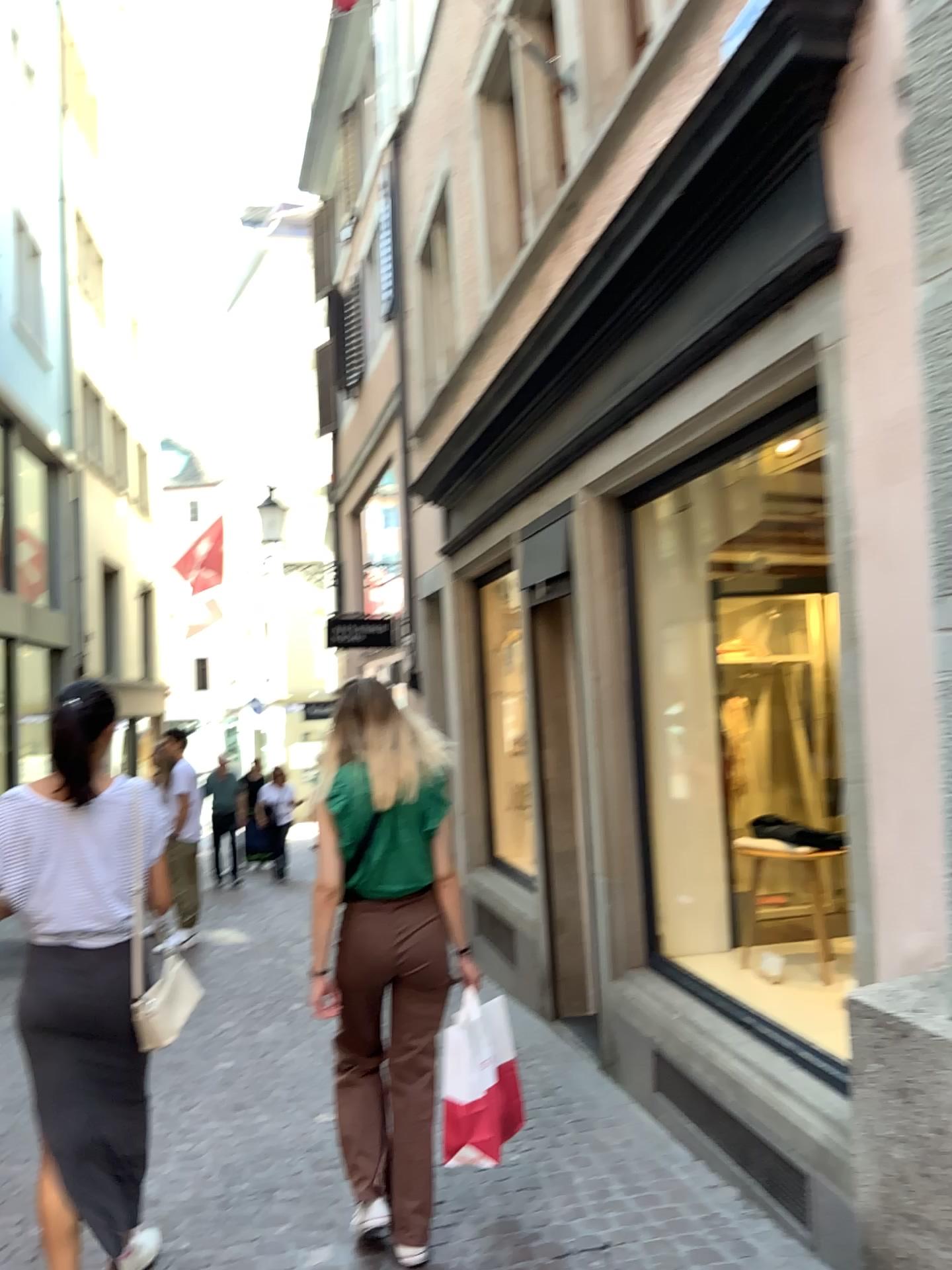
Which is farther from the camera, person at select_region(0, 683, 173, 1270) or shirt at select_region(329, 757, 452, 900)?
shirt at select_region(329, 757, 452, 900)

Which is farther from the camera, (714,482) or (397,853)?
(714,482)

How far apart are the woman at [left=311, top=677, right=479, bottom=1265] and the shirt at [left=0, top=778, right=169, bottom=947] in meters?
0.6 m

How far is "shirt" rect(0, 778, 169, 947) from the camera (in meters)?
2.72

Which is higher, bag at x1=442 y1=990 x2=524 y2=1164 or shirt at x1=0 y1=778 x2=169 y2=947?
shirt at x1=0 y1=778 x2=169 y2=947

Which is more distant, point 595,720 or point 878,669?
point 595,720

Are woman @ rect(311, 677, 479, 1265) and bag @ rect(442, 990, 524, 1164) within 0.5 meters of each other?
yes

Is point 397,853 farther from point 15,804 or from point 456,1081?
point 15,804

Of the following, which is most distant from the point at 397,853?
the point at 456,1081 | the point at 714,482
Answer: the point at 714,482

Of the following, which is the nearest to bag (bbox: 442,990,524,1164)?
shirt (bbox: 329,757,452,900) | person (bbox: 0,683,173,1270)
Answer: Result: shirt (bbox: 329,757,452,900)
